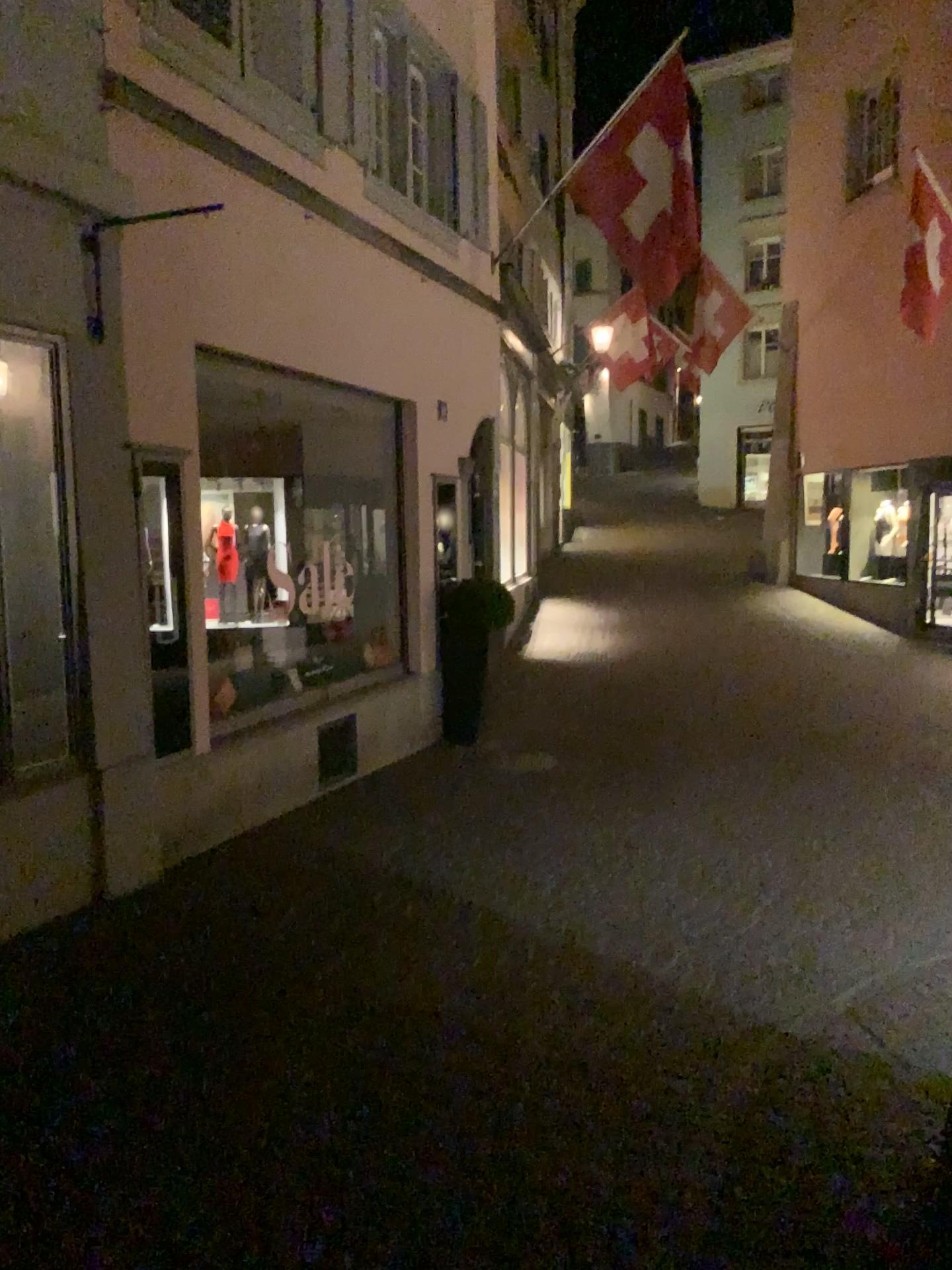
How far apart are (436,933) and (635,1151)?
1.7m

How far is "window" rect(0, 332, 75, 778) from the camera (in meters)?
4.32

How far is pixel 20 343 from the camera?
4.32m
